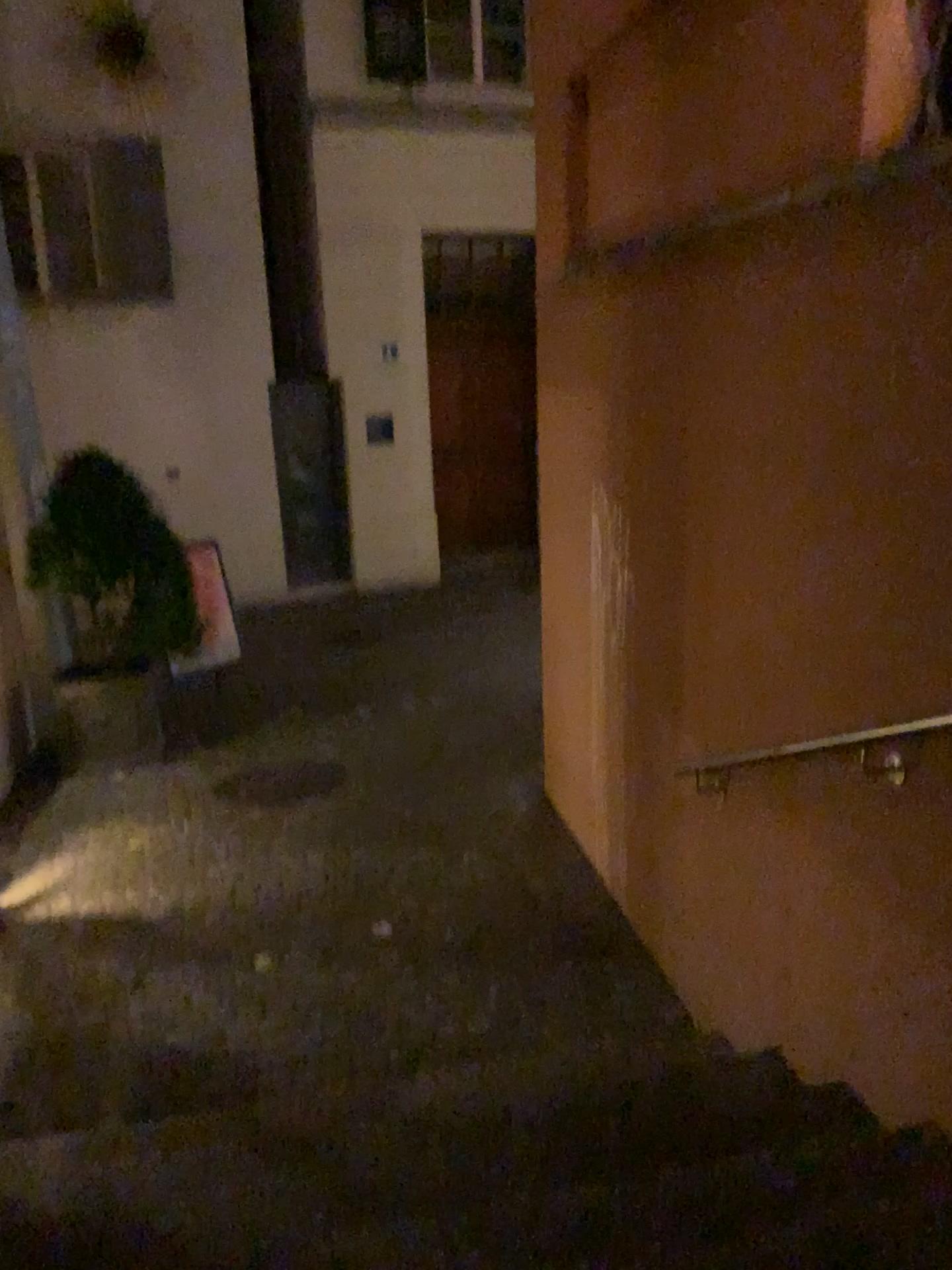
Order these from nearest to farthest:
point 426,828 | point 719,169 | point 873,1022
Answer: point 873,1022
point 719,169
point 426,828
